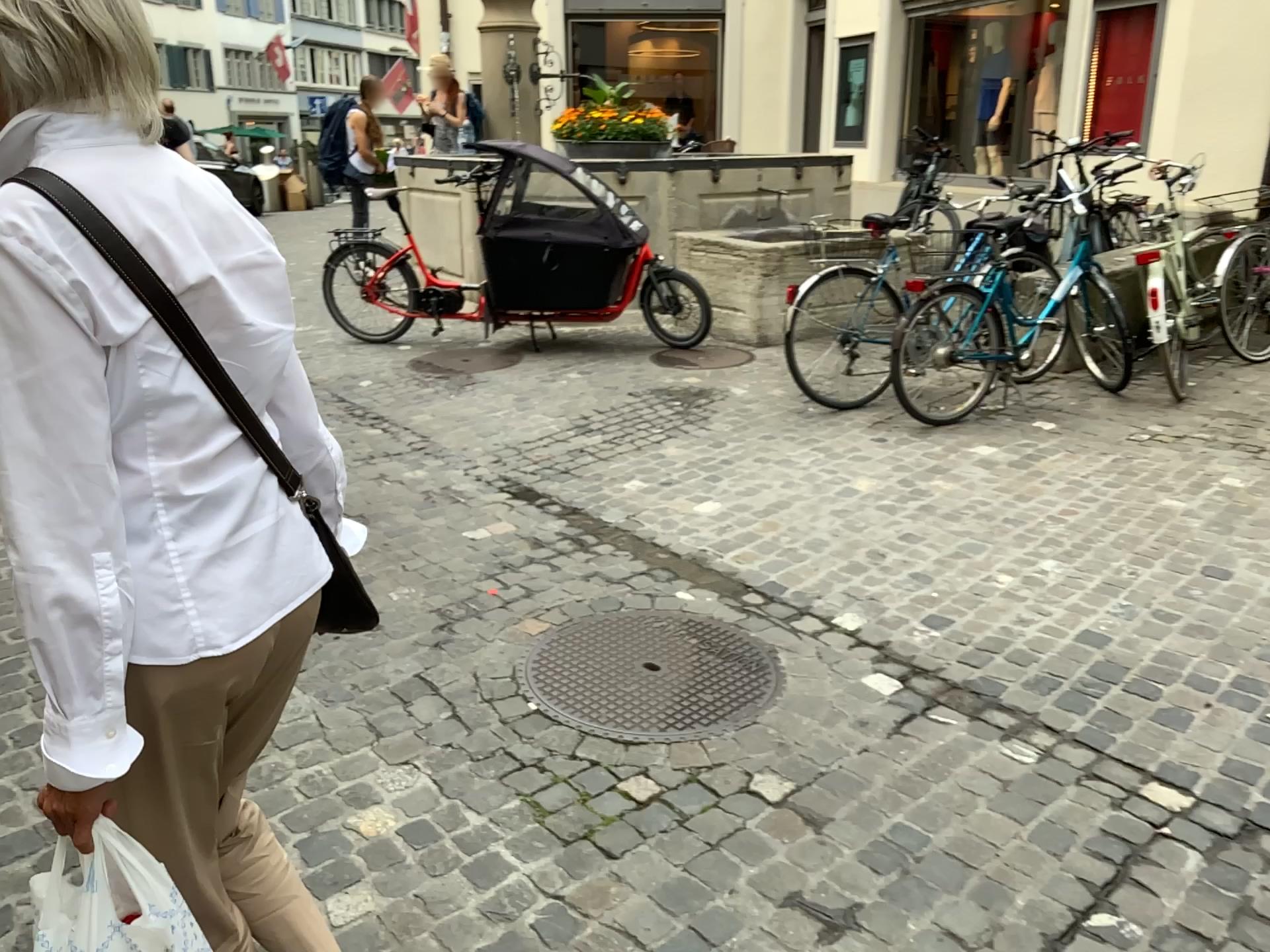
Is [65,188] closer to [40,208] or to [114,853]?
[40,208]

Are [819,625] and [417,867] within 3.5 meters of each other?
yes

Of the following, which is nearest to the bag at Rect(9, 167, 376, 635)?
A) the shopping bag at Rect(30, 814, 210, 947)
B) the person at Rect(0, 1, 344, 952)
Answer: the person at Rect(0, 1, 344, 952)

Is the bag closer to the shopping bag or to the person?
the person

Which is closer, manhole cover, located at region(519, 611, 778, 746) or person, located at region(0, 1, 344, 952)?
person, located at region(0, 1, 344, 952)

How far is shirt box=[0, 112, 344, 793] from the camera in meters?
1.0

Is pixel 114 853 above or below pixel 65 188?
below

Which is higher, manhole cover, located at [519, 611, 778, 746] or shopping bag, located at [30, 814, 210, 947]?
shopping bag, located at [30, 814, 210, 947]

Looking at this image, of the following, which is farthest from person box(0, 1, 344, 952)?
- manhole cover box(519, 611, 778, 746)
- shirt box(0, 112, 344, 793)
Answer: manhole cover box(519, 611, 778, 746)

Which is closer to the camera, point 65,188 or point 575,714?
point 65,188
